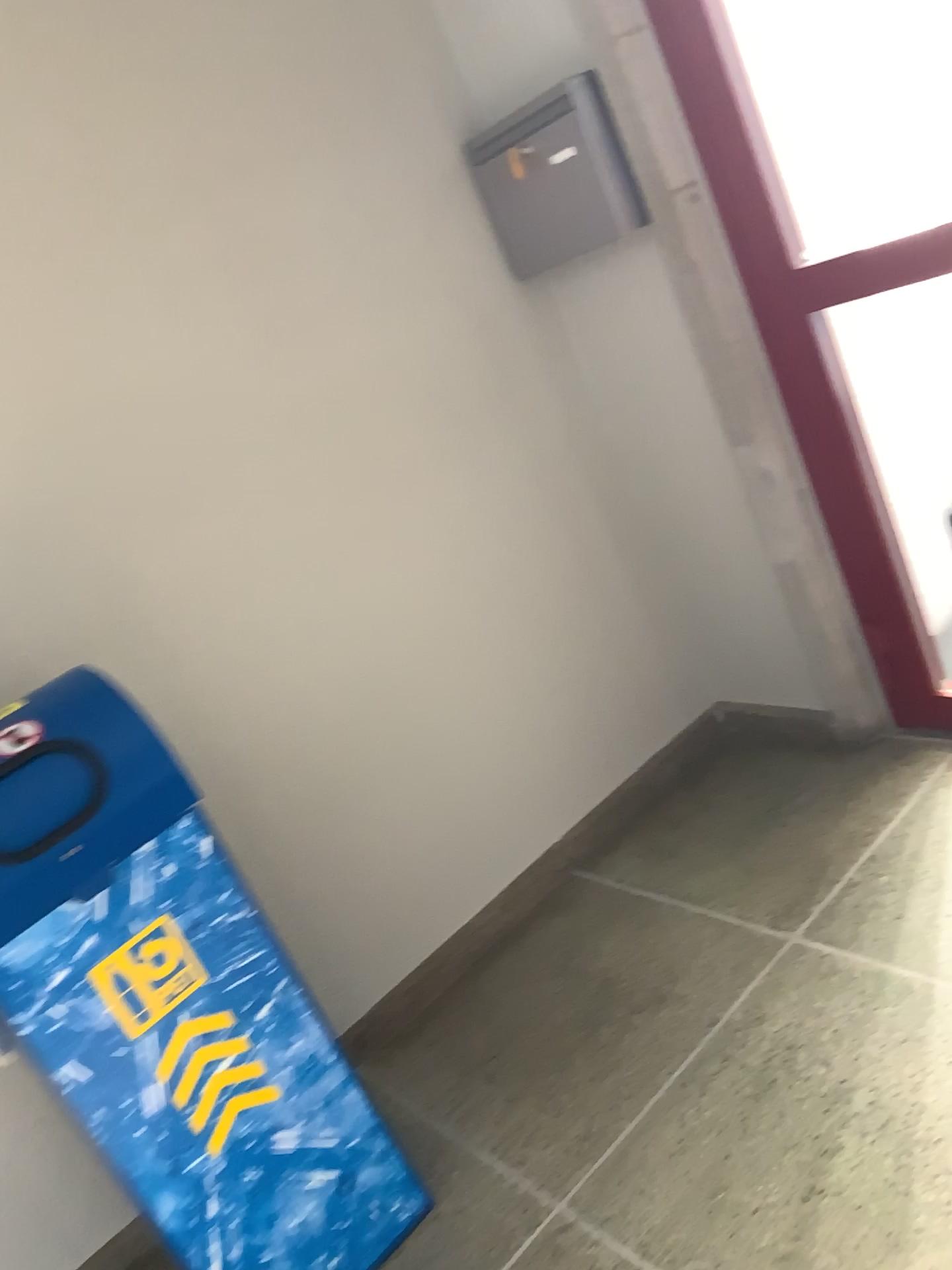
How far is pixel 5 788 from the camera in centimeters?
146cm

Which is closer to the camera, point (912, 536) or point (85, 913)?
point (85, 913)

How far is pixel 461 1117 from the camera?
2.0m

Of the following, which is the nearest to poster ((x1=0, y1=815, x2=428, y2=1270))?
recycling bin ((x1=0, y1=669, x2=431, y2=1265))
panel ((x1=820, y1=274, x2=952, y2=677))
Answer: recycling bin ((x1=0, y1=669, x2=431, y2=1265))

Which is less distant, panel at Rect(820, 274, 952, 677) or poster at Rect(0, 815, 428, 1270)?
poster at Rect(0, 815, 428, 1270)

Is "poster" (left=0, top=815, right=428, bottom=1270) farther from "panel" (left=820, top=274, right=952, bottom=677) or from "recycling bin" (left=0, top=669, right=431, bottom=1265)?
"panel" (left=820, top=274, right=952, bottom=677)

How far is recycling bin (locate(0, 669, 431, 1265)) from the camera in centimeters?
146cm

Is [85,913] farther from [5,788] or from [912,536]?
[912,536]

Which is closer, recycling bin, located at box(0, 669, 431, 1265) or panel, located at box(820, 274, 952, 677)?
recycling bin, located at box(0, 669, 431, 1265)
